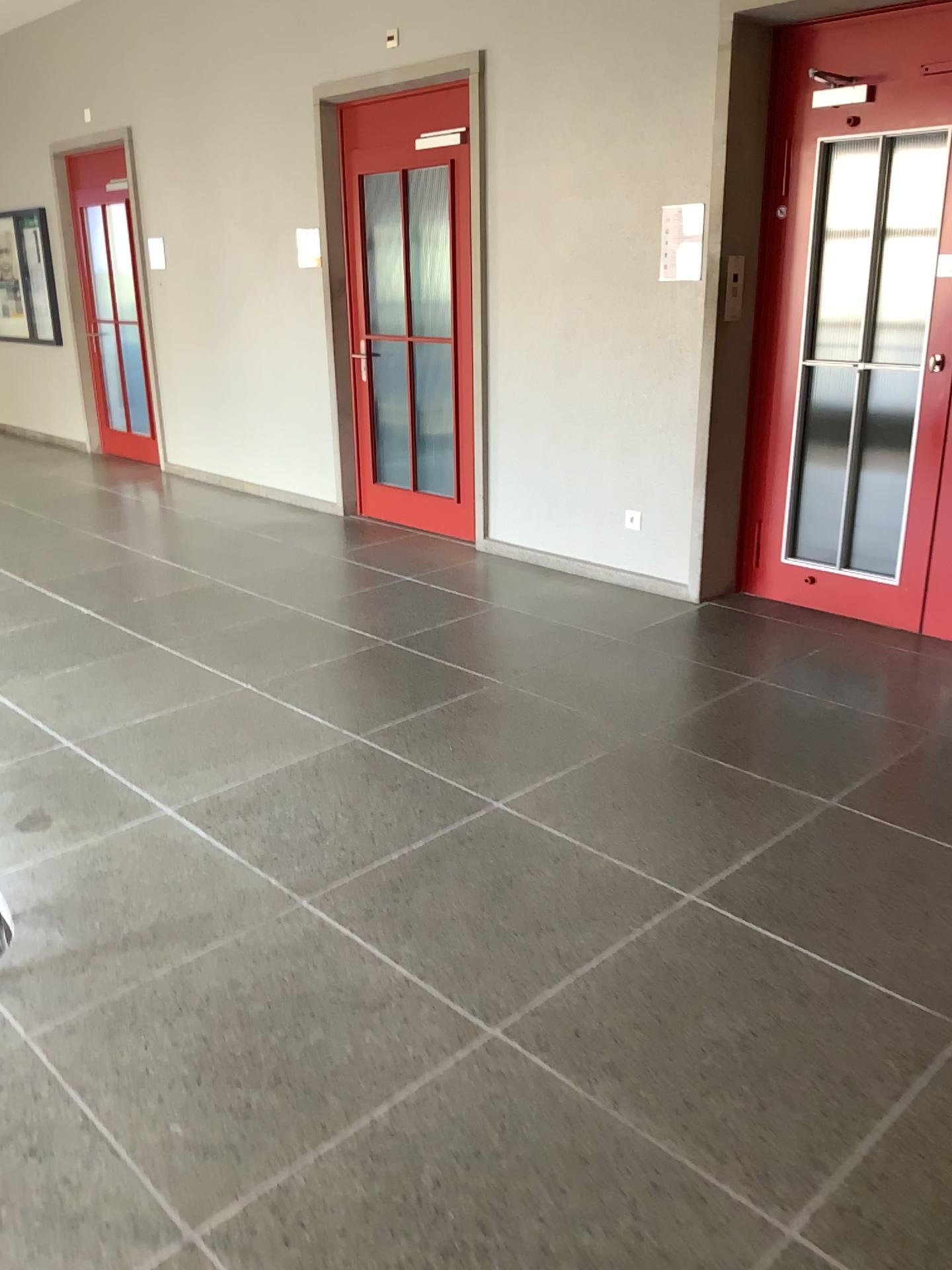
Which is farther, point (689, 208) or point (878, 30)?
point (689, 208)

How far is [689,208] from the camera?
4.5m

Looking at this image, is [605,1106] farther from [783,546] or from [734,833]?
[783,546]

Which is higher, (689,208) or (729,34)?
(729,34)

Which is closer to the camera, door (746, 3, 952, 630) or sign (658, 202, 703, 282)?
door (746, 3, 952, 630)

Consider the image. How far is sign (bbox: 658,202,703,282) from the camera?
4.49m
